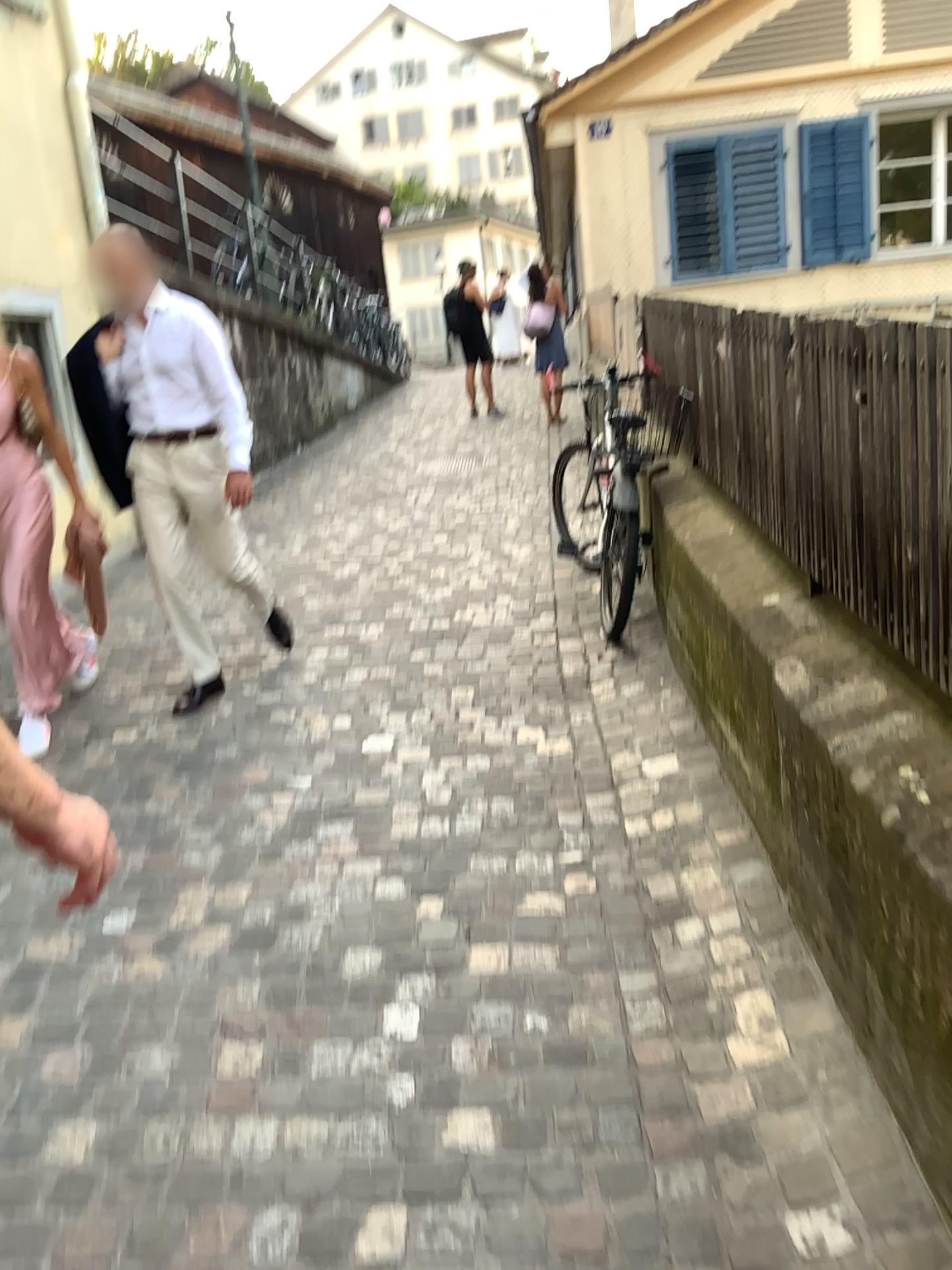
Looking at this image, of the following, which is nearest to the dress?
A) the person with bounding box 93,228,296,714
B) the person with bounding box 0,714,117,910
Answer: the person with bounding box 93,228,296,714

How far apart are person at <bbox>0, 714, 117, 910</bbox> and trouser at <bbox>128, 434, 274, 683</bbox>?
2.9 meters

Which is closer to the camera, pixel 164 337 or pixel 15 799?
pixel 15 799

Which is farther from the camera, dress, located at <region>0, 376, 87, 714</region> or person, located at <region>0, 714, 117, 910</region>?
dress, located at <region>0, 376, 87, 714</region>

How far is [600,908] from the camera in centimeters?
255cm

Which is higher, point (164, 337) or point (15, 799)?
Result: point (164, 337)

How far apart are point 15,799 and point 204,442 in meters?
3.1 m

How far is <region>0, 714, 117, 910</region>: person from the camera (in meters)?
0.99

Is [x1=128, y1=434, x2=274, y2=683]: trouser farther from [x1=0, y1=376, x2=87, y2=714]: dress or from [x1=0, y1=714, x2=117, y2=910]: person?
[x1=0, y1=714, x2=117, y2=910]: person

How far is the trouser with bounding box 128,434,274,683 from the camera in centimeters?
388cm
